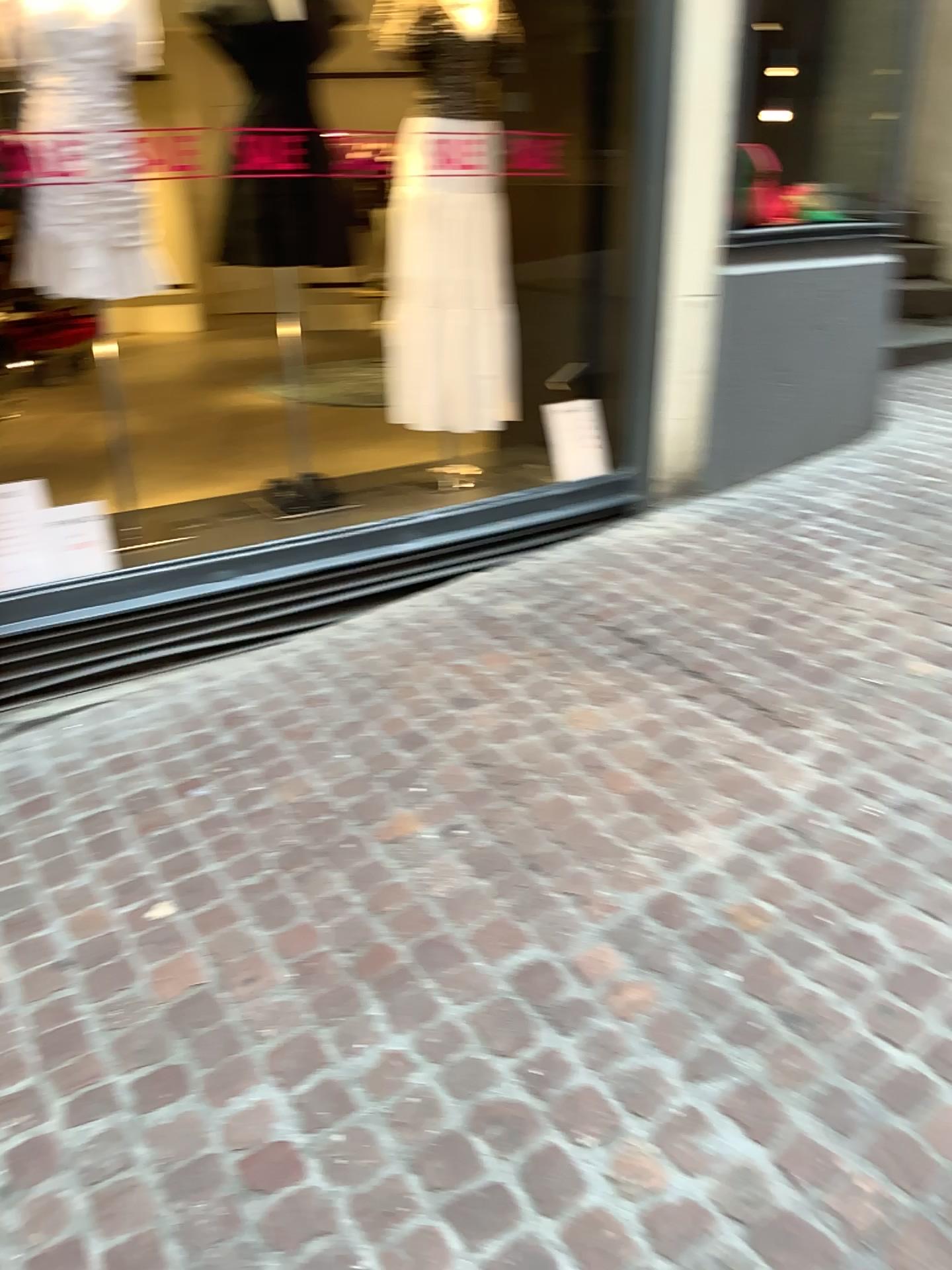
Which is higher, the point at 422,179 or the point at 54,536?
the point at 422,179

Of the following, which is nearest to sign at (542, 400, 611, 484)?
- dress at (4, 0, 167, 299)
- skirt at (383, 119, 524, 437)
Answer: skirt at (383, 119, 524, 437)

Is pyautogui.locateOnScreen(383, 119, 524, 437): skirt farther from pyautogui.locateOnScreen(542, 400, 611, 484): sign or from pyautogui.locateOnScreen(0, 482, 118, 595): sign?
pyautogui.locateOnScreen(0, 482, 118, 595): sign

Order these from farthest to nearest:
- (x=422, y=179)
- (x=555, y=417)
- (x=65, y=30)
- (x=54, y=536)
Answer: (x=555, y=417)
(x=422, y=179)
(x=54, y=536)
(x=65, y=30)

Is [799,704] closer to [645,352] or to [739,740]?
[739,740]

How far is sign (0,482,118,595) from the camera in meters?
3.0 m

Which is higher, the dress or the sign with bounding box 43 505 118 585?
the dress

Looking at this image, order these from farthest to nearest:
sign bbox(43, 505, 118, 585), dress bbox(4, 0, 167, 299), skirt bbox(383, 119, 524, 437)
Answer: skirt bbox(383, 119, 524, 437) → sign bbox(43, 505, 118, 585) → dress bbox(4, 0, 167, 299)

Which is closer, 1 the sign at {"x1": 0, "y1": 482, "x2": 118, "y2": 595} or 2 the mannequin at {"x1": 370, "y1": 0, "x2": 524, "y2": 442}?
1 the sign at {"x1": 0, "y1": 482, "x2": 118, "y2": 595}

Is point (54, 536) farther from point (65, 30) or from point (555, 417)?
point (555, 417)
